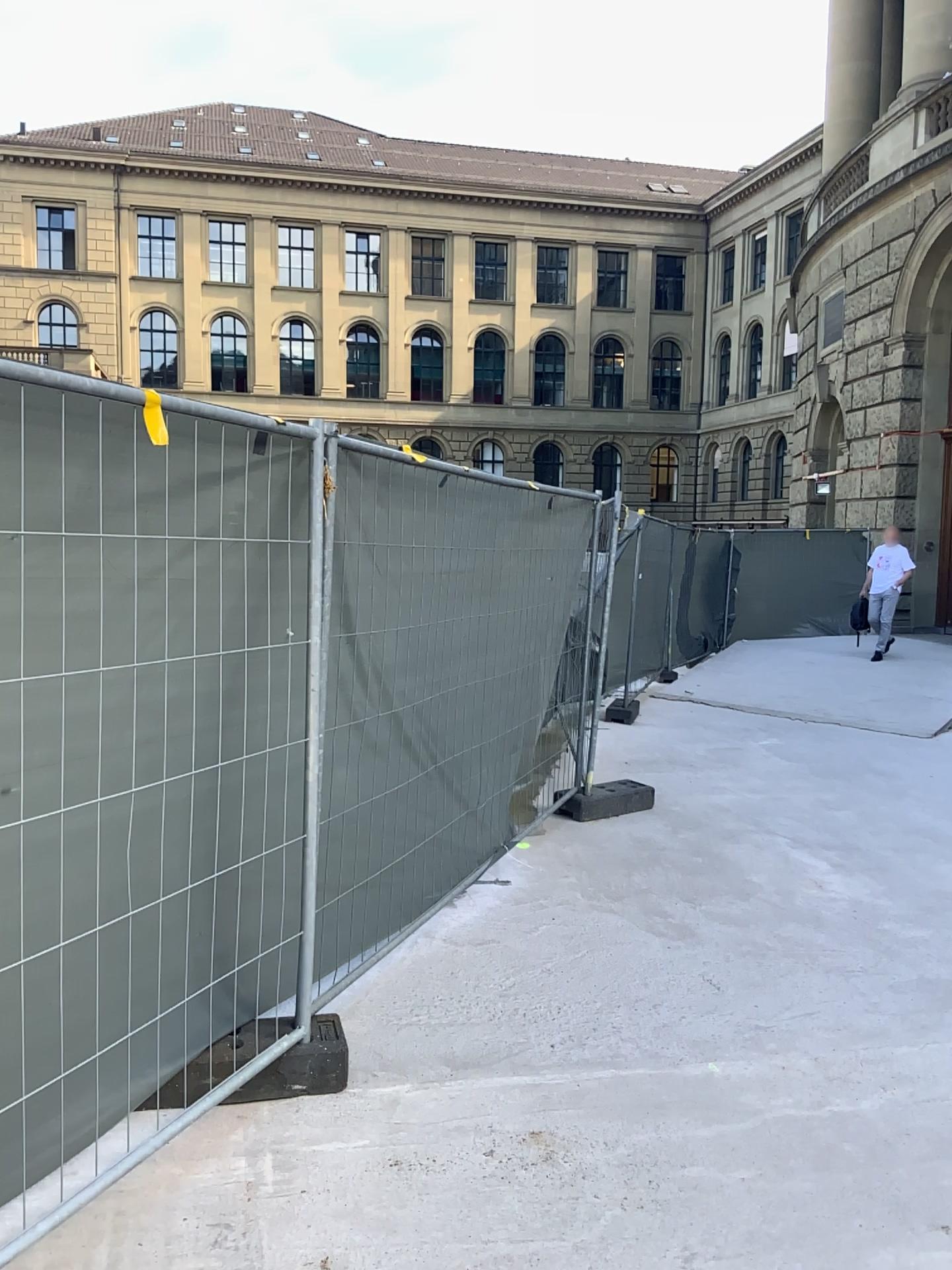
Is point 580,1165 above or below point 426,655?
below
